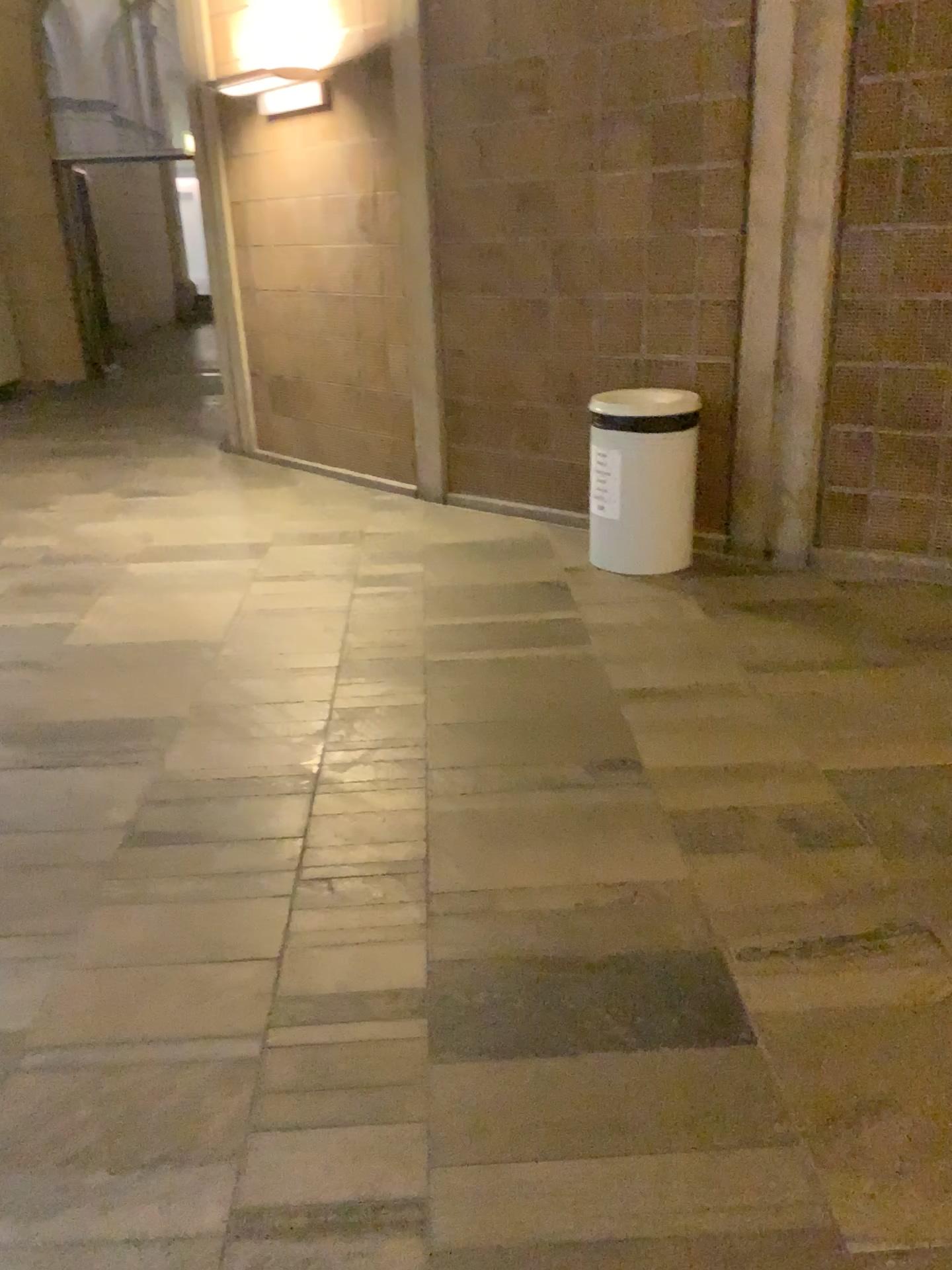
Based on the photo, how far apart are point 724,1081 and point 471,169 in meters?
4.4 m

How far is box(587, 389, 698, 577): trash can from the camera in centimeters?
432cm

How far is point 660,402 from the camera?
4.3m

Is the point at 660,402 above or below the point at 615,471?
above
